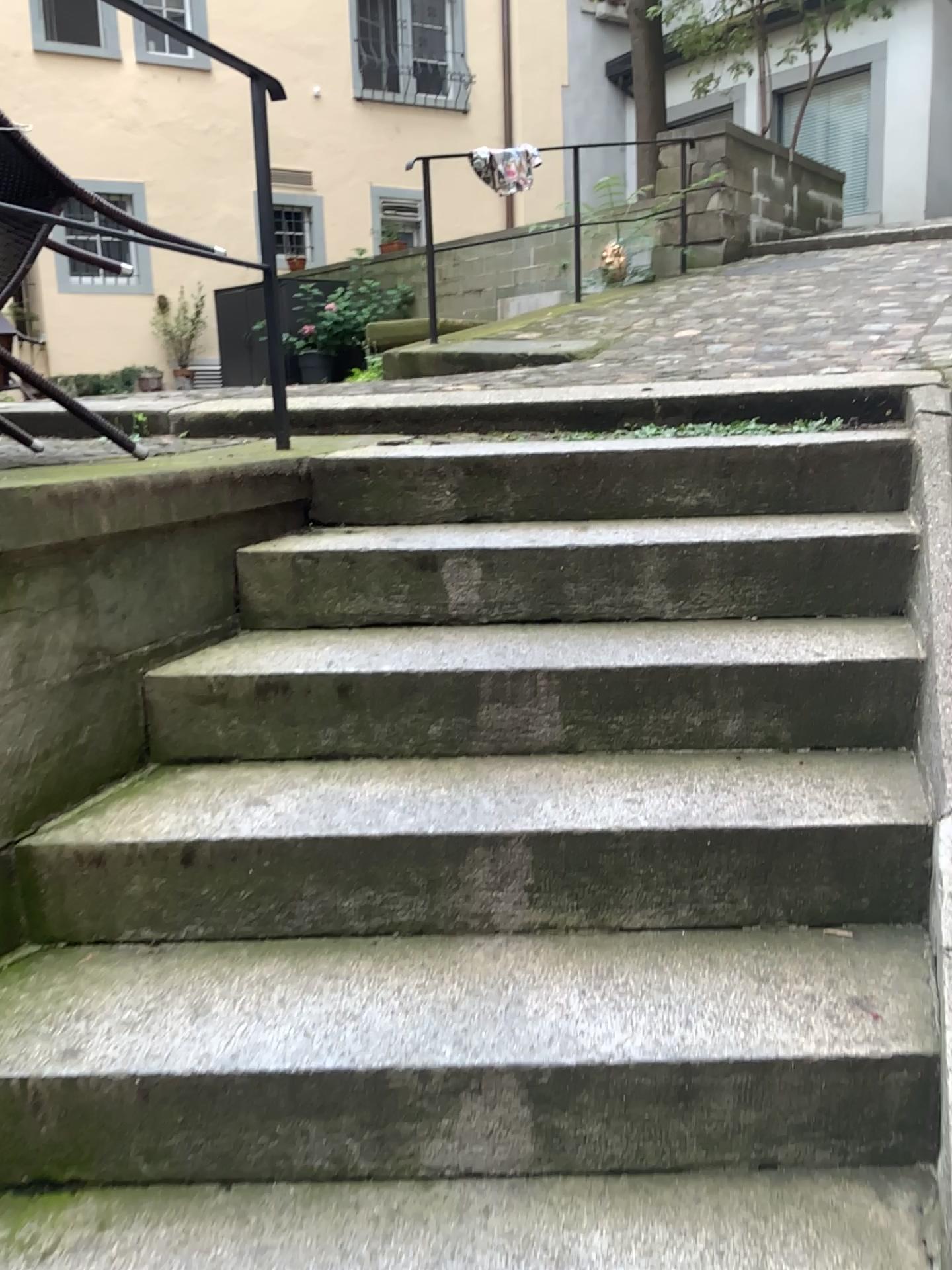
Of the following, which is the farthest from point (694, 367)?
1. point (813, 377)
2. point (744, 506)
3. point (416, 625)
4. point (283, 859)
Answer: point (283, 859)
